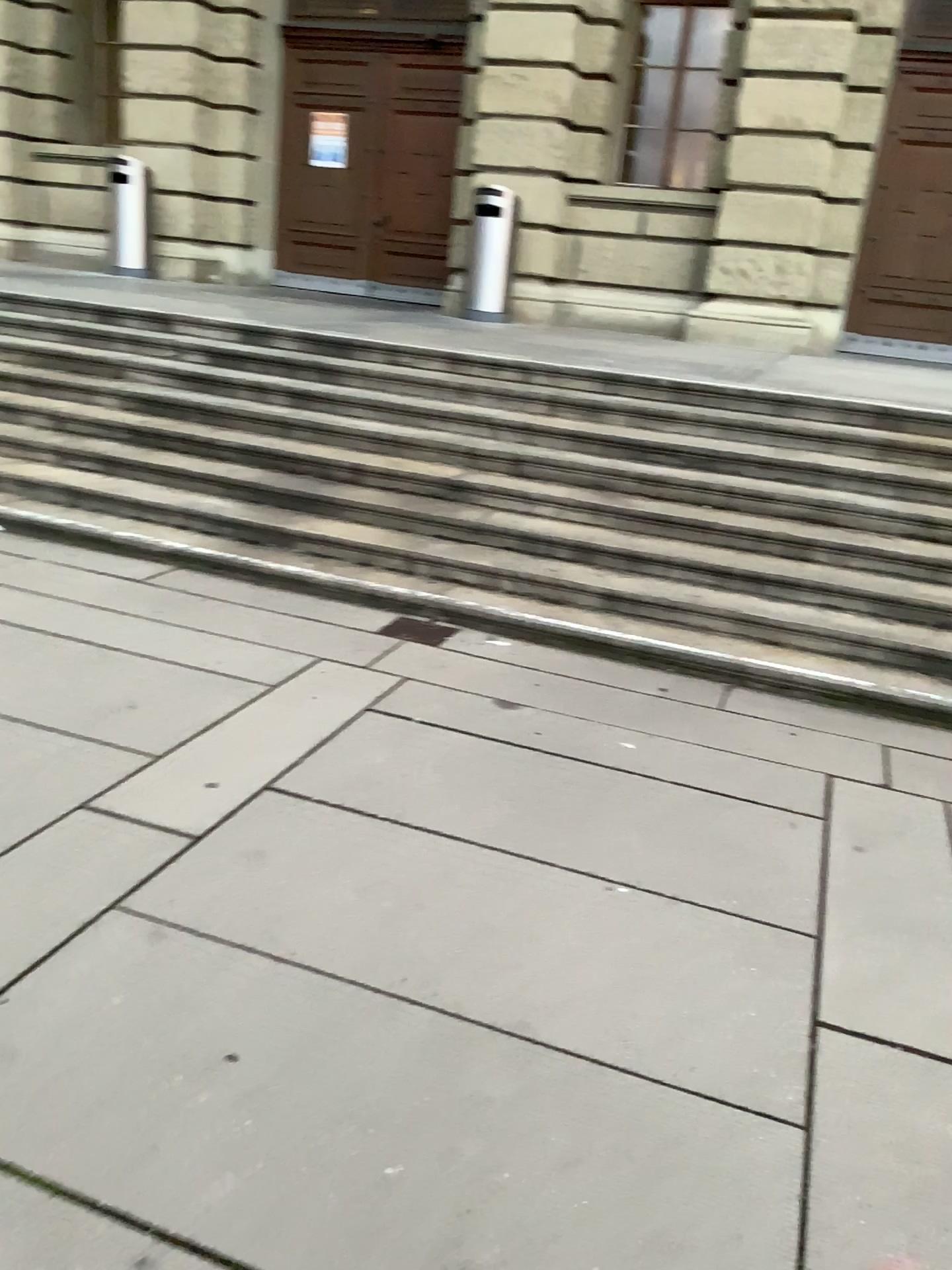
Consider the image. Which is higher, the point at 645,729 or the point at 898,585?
the point at 898,585
